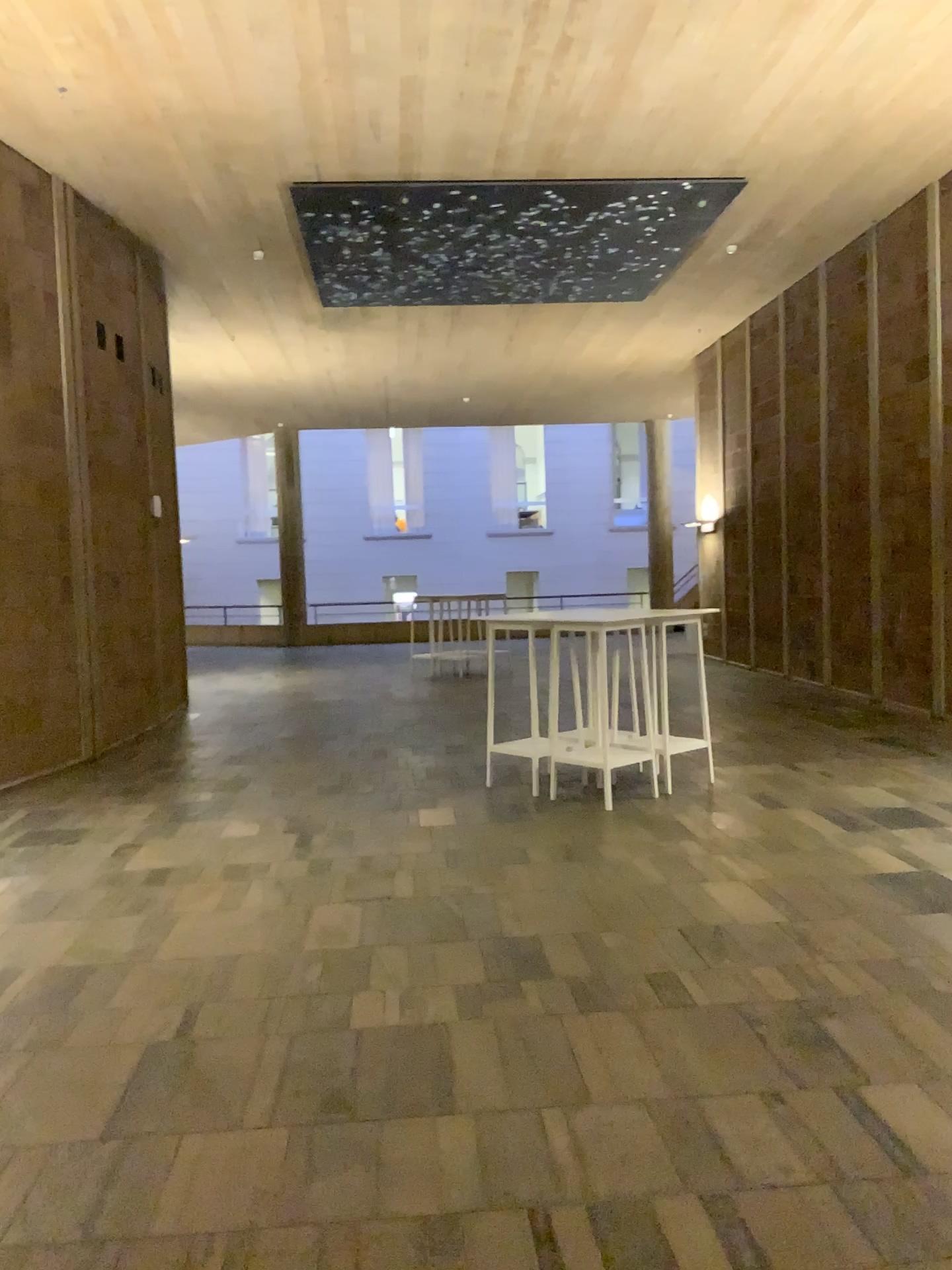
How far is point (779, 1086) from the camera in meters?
3.0 m
